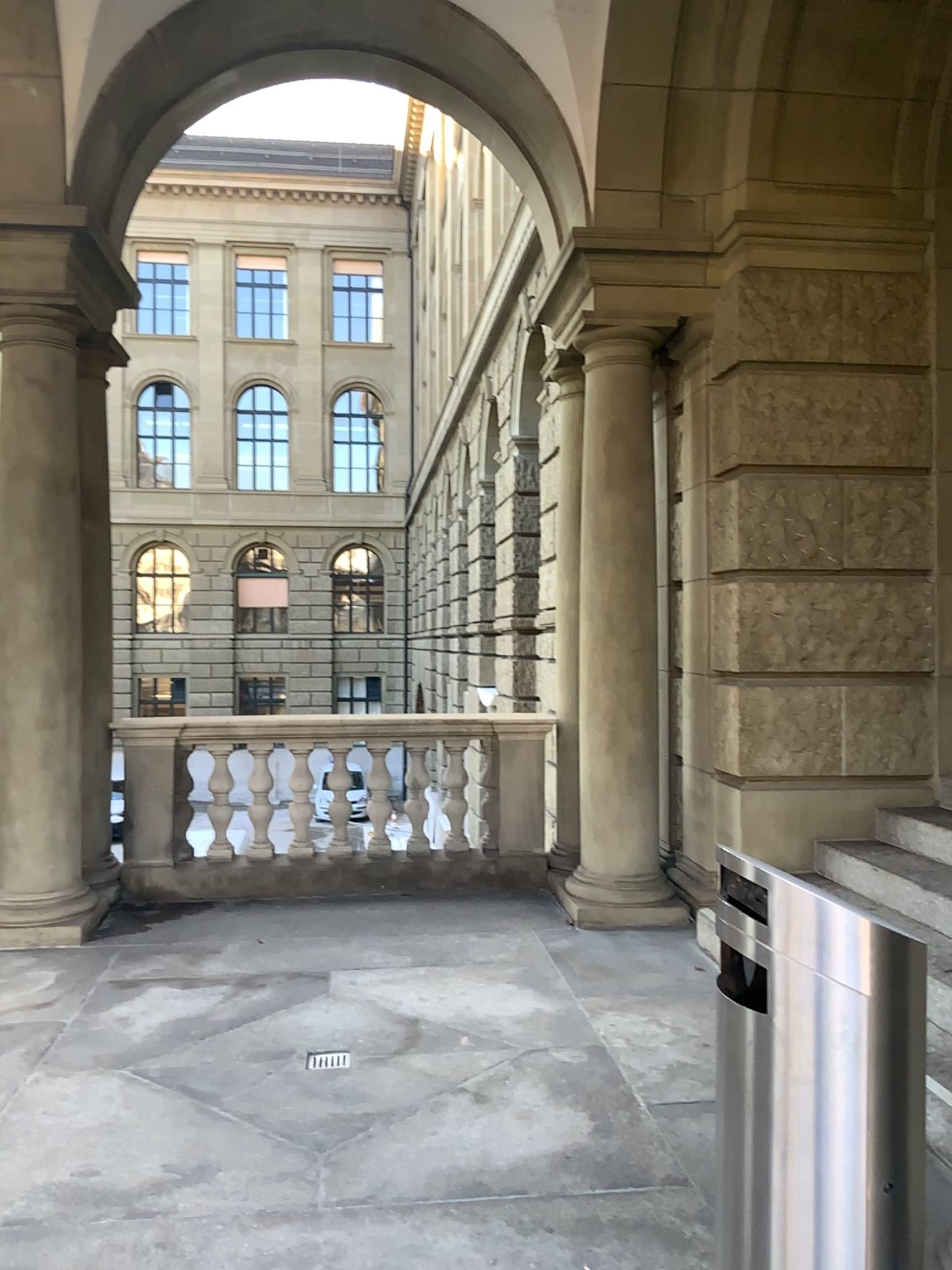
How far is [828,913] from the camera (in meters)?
1.79

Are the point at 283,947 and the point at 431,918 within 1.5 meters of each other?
yes

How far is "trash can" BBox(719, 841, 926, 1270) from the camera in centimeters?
179cm
